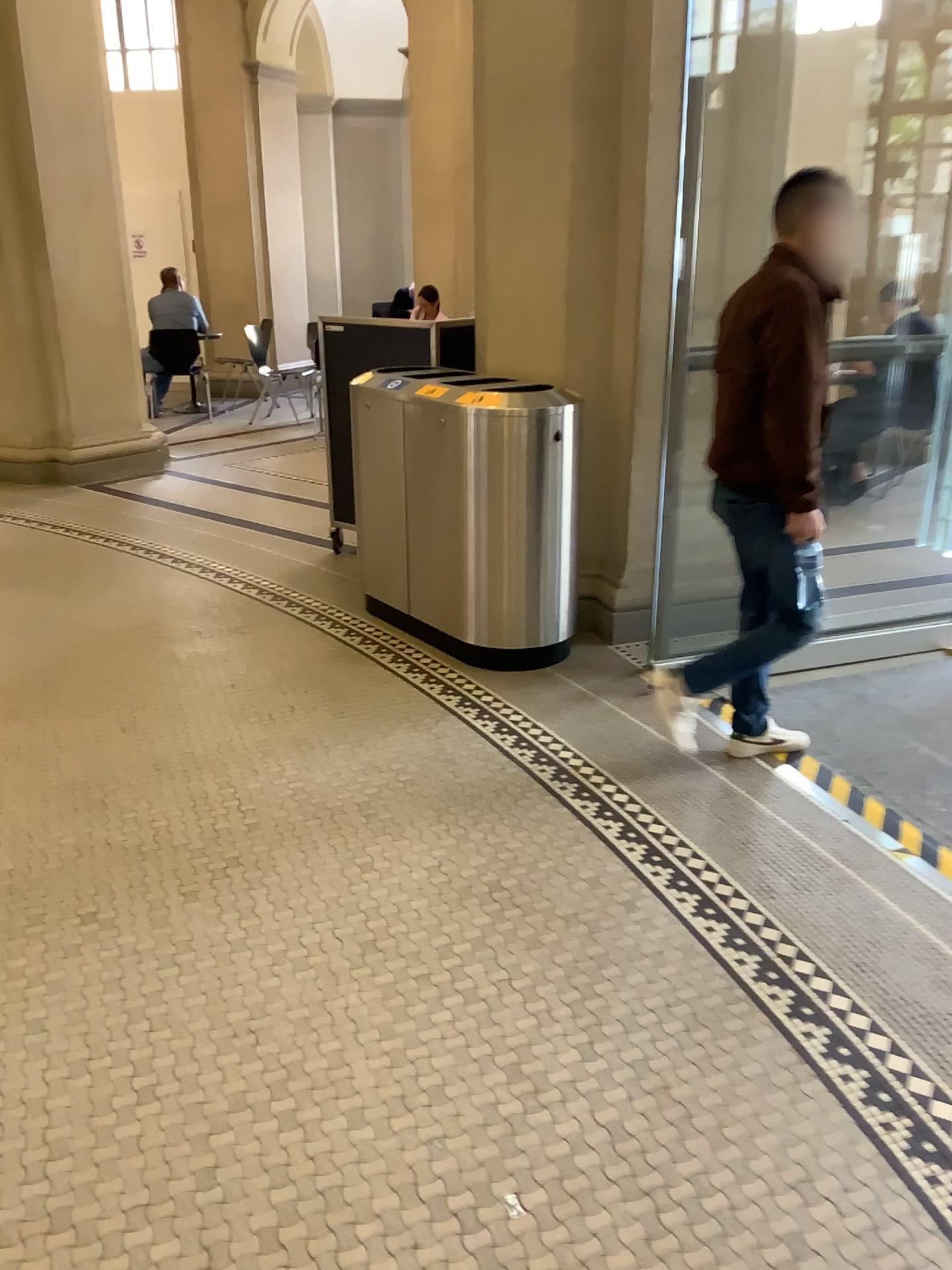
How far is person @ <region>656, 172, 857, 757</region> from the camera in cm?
275

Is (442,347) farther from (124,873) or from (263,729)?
(124,873)

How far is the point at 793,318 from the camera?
2.7 meters

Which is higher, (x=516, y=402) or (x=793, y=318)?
(x=793, y=318)

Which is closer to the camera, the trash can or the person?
the person

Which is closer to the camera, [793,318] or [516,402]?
[793,318]
